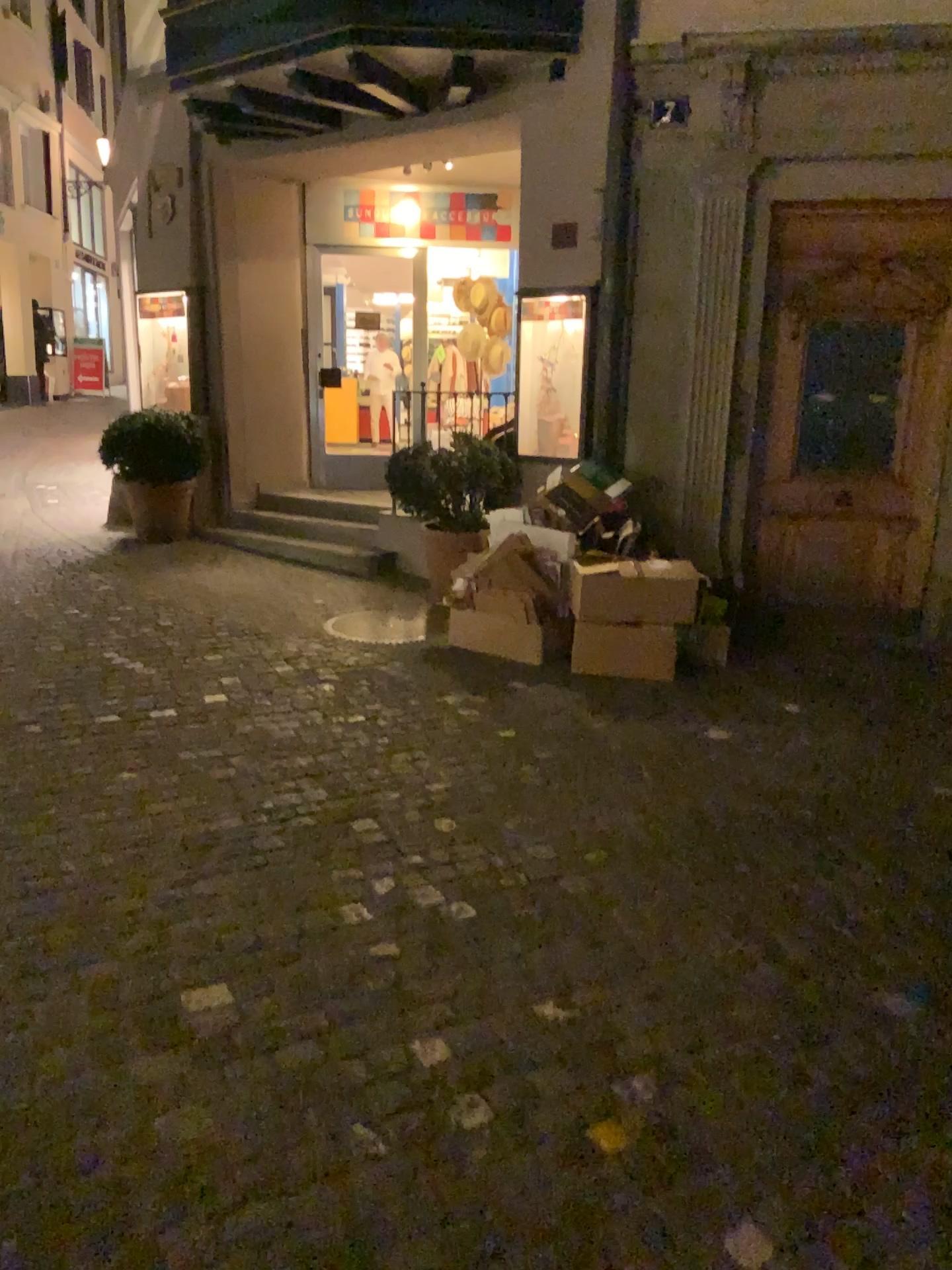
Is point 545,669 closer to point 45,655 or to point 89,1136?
point 45,655
